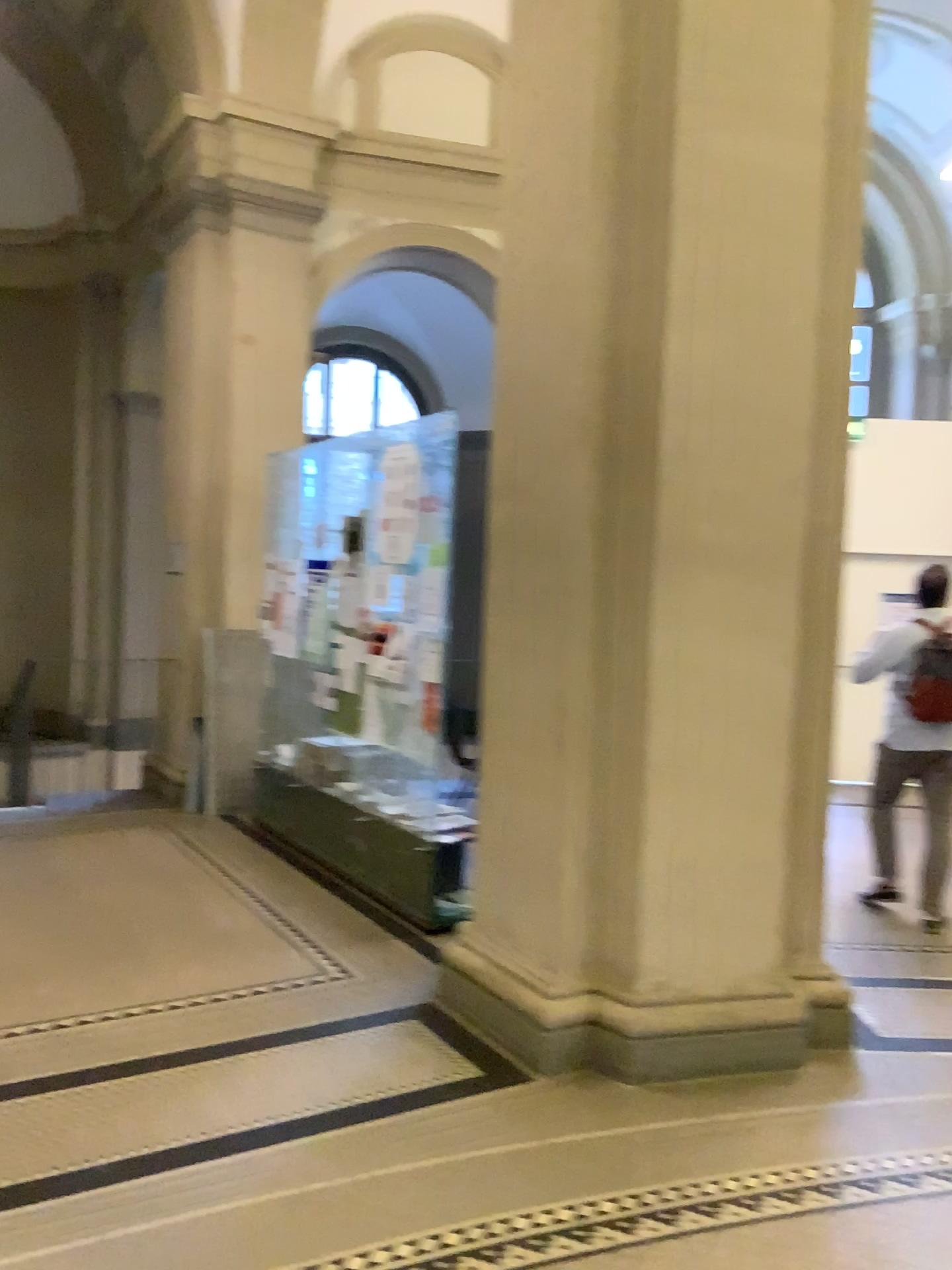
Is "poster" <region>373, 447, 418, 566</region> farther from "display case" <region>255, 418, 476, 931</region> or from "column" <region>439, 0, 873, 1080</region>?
"column" <region>439, 0, 873, 1080</region>

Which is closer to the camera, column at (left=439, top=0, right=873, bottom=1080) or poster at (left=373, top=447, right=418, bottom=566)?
column at (left=439, top=0, right=873, bottom=1080)

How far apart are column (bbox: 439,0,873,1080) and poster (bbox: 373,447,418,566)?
1.22m

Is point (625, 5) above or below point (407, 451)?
above

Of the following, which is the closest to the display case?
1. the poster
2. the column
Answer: the poster

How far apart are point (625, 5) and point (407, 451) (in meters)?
2.04

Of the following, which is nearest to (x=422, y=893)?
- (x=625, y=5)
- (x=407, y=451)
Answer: (x=407, y=451)

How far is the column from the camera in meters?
3.5

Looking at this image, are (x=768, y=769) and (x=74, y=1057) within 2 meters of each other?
no
